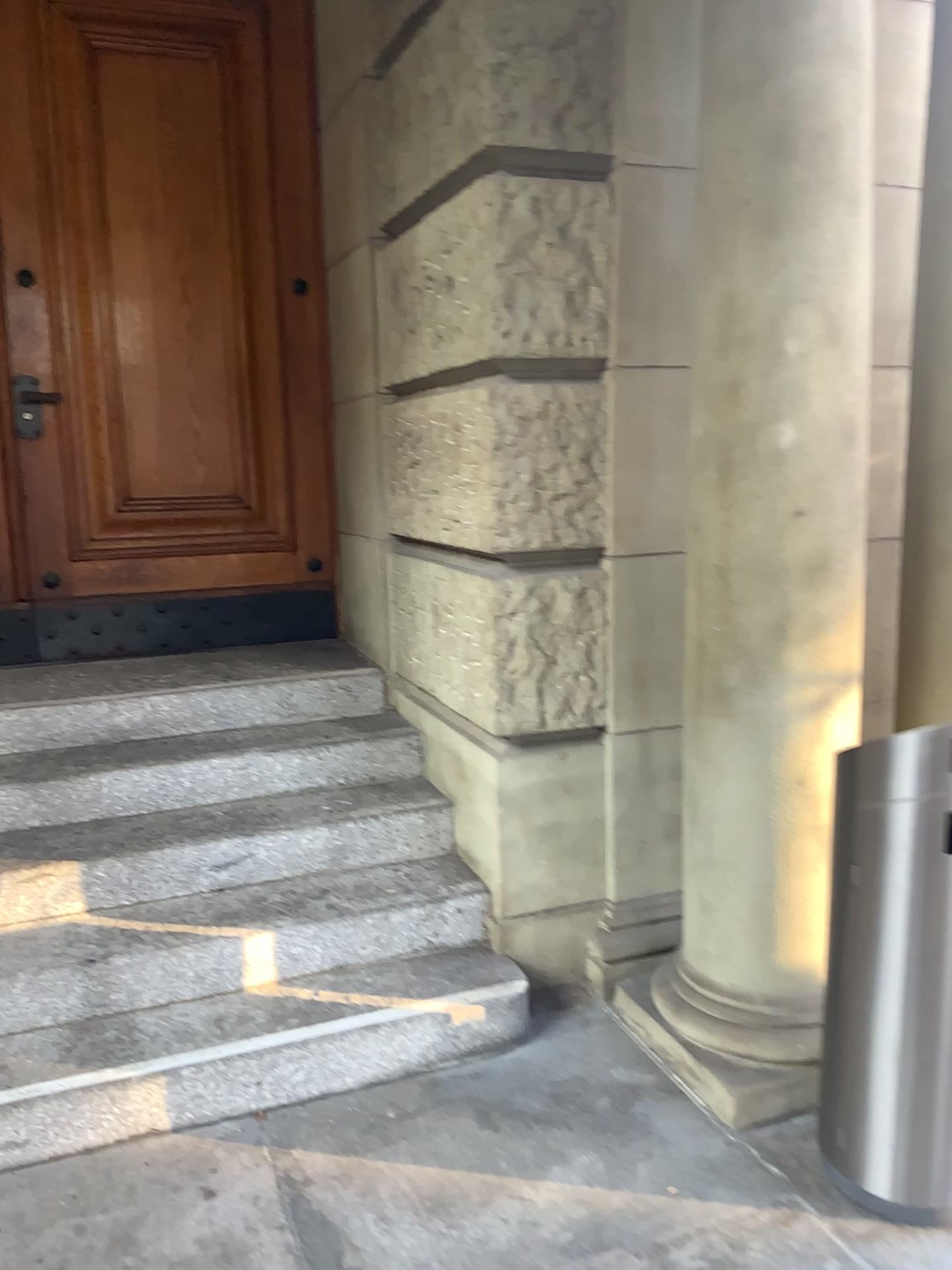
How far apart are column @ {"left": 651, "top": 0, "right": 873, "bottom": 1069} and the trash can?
0.3 meters

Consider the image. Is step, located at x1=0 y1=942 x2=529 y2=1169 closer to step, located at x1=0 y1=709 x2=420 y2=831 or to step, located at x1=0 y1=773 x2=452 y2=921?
step, located at x1=0 y1=773 x2=452 y2=921

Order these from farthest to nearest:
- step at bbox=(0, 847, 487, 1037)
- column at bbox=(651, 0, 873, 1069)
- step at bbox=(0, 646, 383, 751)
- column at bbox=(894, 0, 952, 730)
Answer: step at bbox=(0, 646, 383, 751), column at bbox=(894, 0, 952, 730), step at bbox=(0, 847, 487, 1037), column at bbox=(651, 0, 873, 1069)

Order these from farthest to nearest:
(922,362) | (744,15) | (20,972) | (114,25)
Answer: (114,25) < (922,362) < (20,972) < (744,15)

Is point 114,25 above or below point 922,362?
above

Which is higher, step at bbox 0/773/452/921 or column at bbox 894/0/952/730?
column at bbox 894/0/952/730

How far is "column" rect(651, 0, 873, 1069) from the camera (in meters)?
2.26

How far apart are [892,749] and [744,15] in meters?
1.6

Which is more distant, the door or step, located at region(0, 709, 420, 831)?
the door

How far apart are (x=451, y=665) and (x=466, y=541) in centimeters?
41cm
